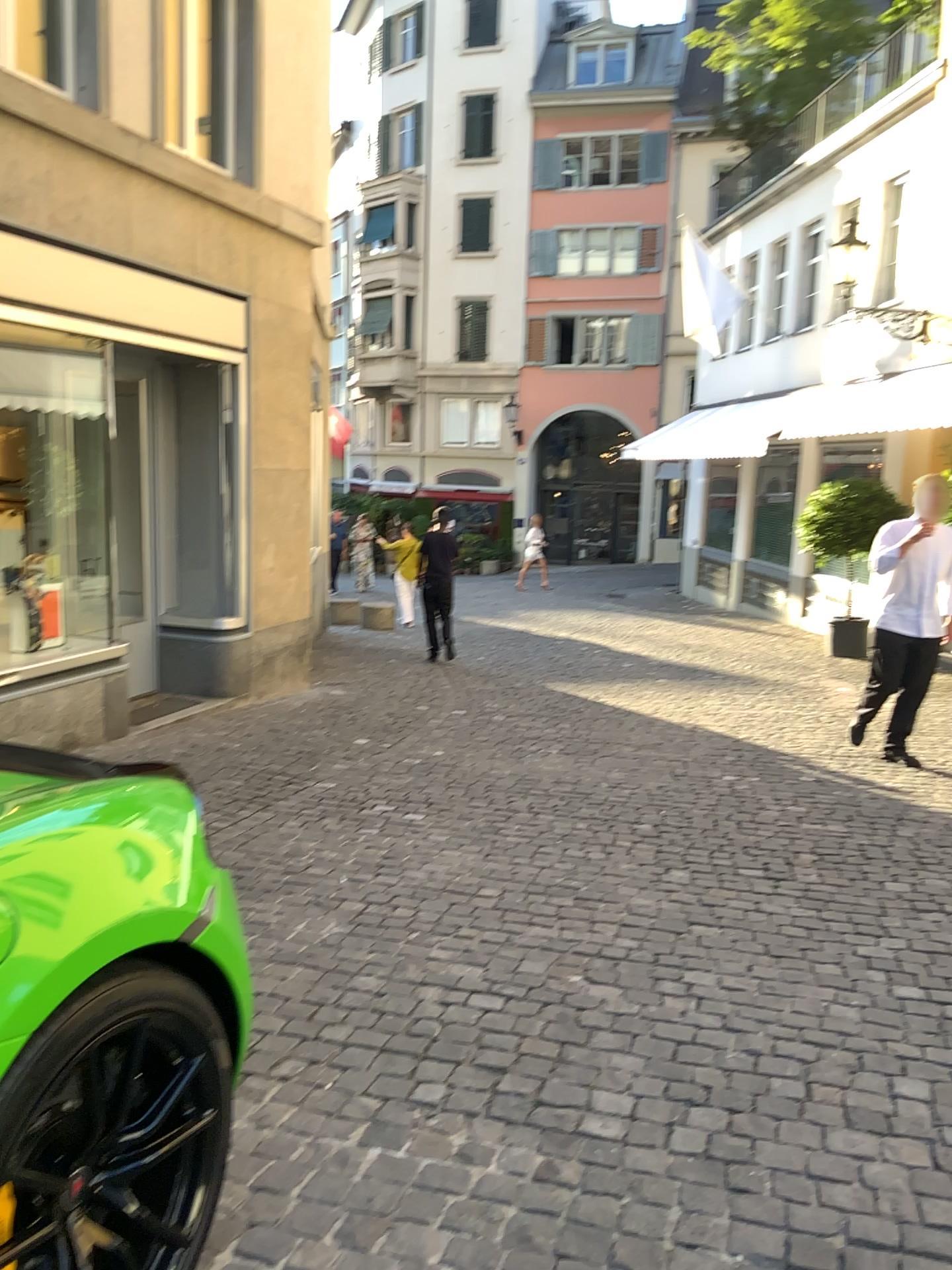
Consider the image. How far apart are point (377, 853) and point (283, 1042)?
1.5 meters
